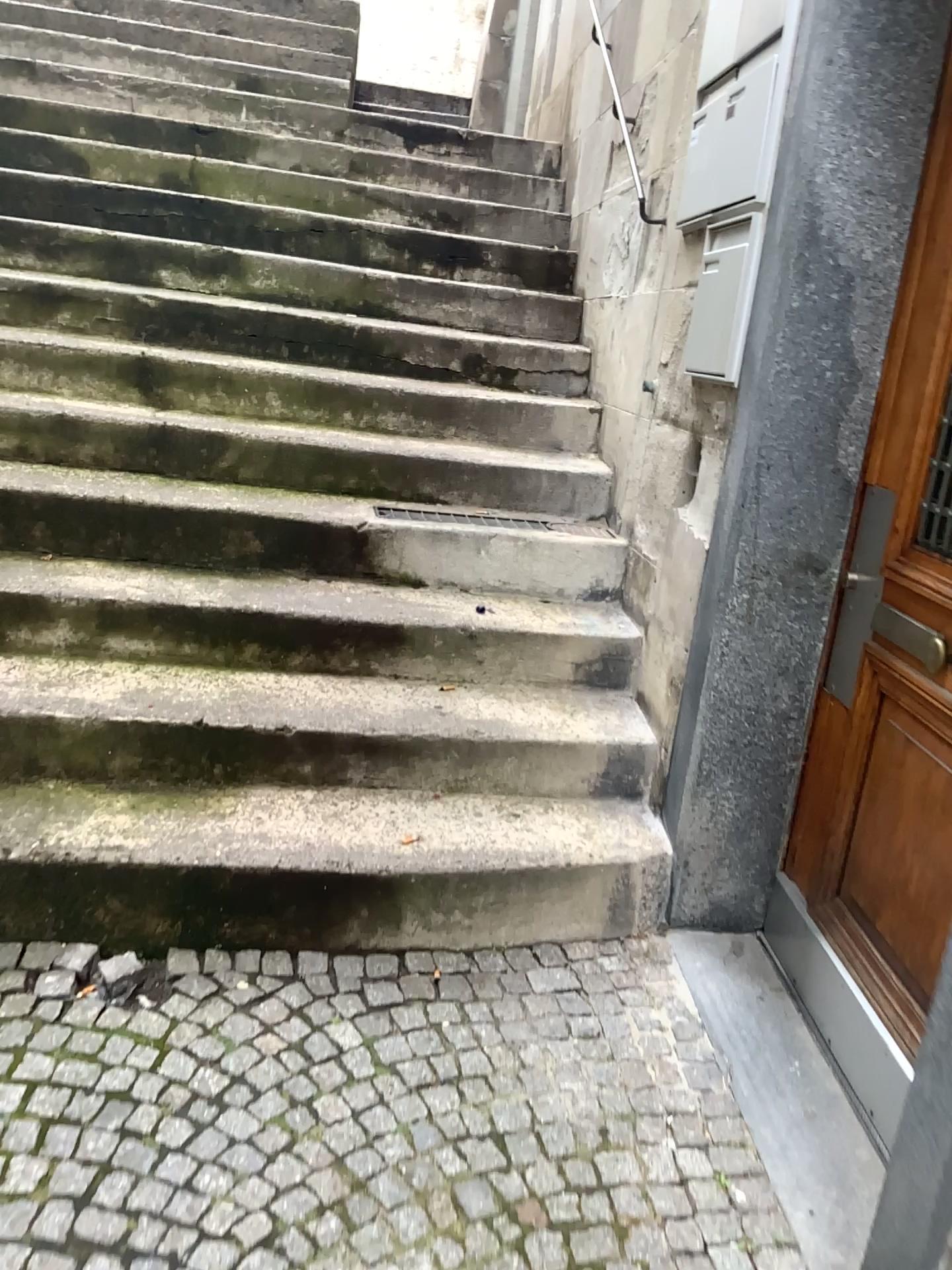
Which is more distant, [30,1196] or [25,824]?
[25,824]

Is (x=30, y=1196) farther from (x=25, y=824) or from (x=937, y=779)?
(x=937, y=779)

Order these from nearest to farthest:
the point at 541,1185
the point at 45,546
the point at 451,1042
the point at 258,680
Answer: the point at 541,1185, the point at 451,1042, the point at 258,680, the point at 45,546

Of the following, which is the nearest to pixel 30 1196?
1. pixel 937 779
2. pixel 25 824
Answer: pixel 25 824

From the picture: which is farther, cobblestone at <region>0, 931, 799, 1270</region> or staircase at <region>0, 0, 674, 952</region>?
staircase at <region>0, 0, 674, 952</region>
